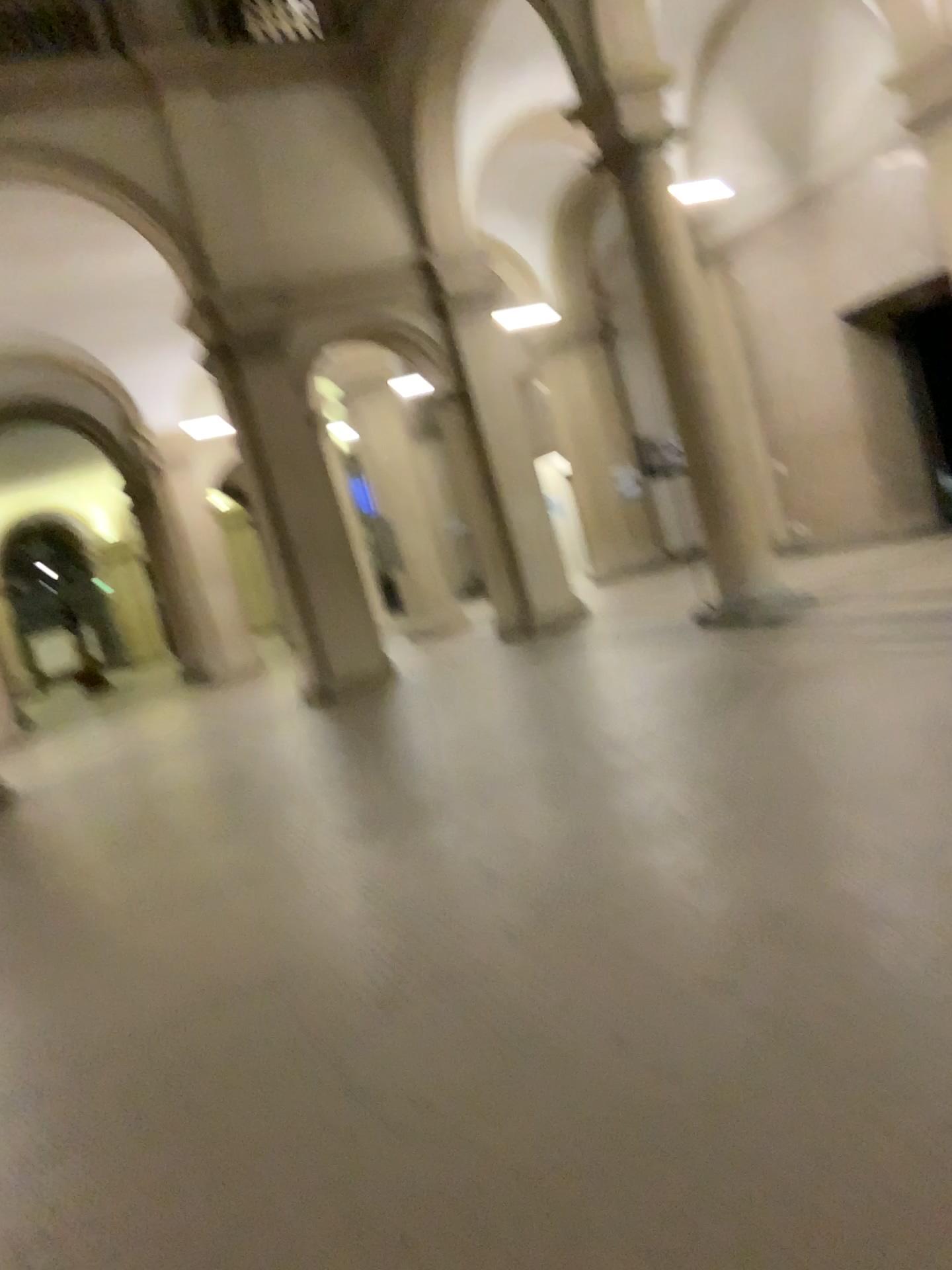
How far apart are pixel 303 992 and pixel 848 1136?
1.9m
